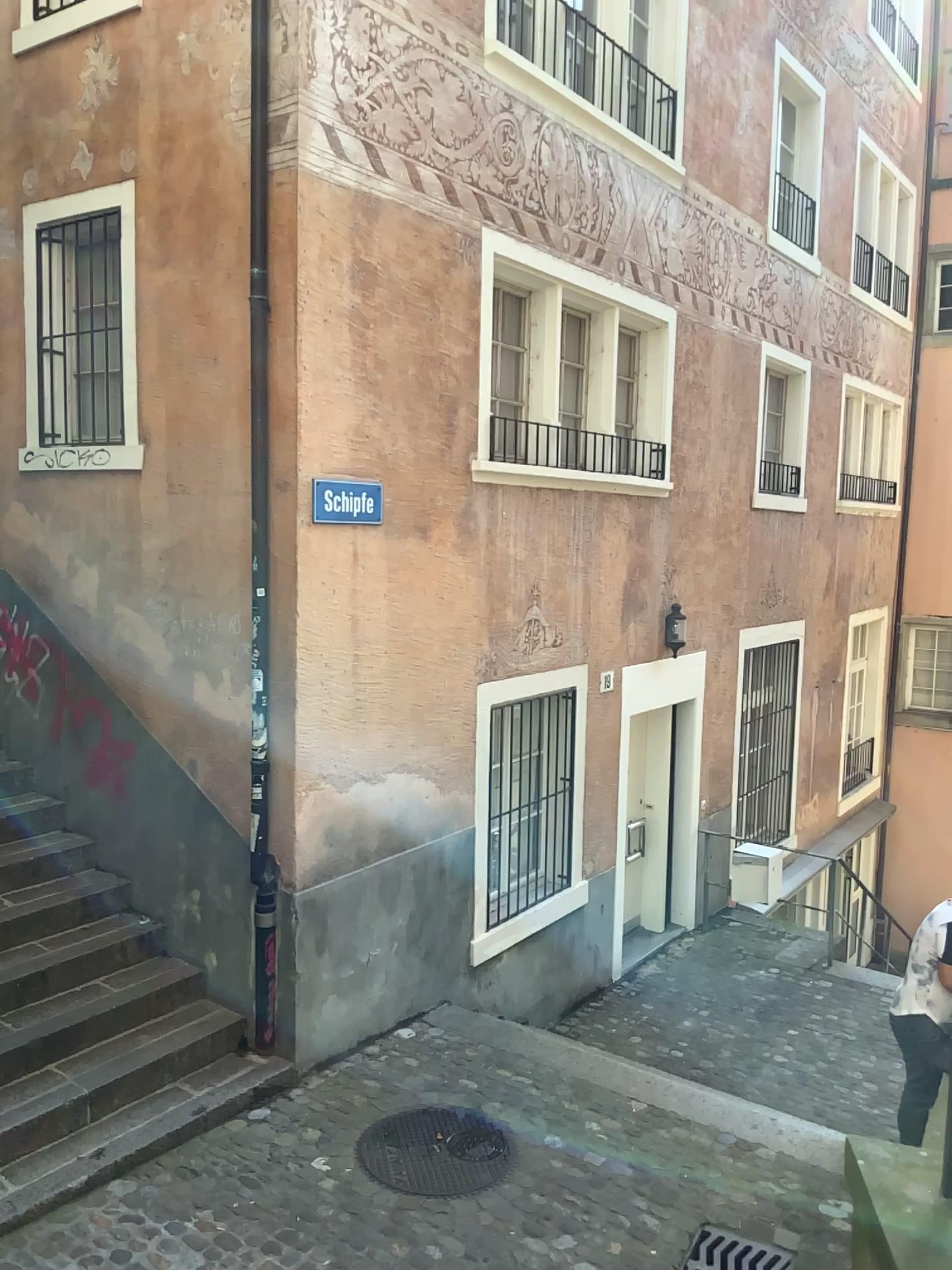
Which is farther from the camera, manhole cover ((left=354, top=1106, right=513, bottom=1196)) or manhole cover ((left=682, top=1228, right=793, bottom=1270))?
manhole cover ((left=354, top=1106, right=513, bottom=1196))

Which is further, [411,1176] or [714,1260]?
[411,1176]

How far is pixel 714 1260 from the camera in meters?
4.0 m

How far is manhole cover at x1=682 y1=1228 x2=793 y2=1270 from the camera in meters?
4.0 m

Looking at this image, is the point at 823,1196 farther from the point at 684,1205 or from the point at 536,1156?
the point at 536,1156
